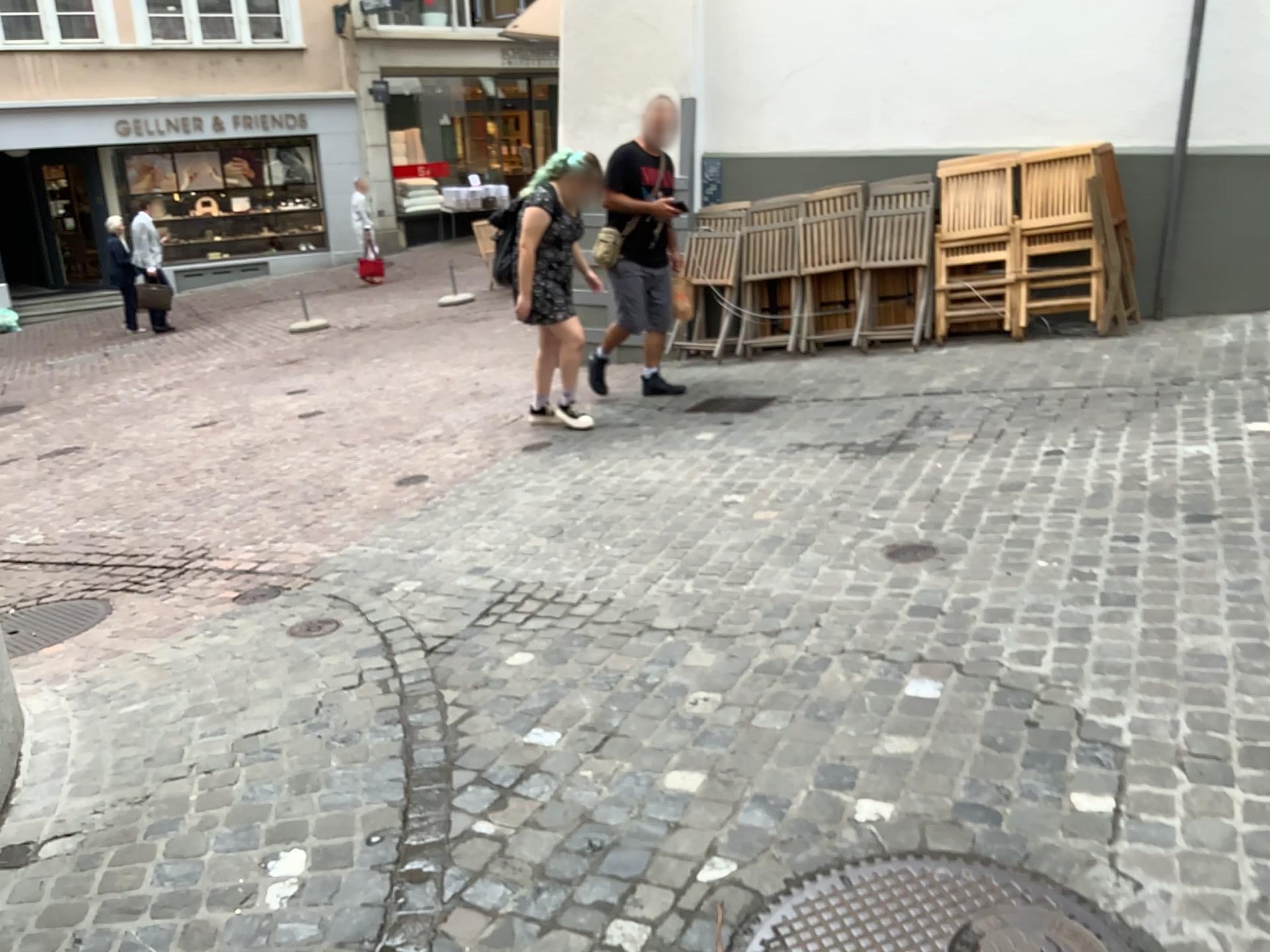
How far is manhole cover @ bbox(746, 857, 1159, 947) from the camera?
1.9 meters

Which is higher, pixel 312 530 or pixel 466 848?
pixel 466 848

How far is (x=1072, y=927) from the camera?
1.88m
